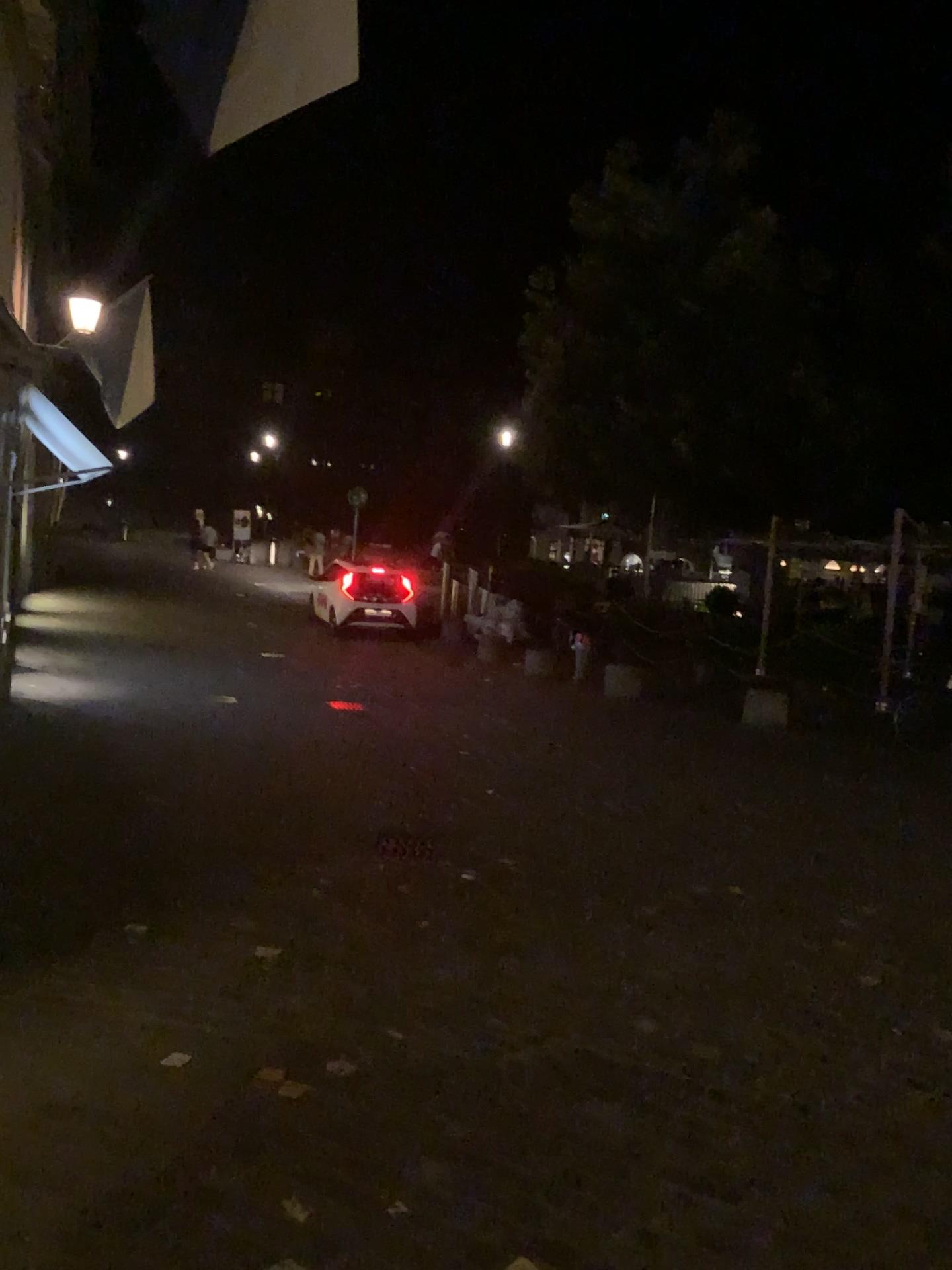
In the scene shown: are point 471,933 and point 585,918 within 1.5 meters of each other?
yes
